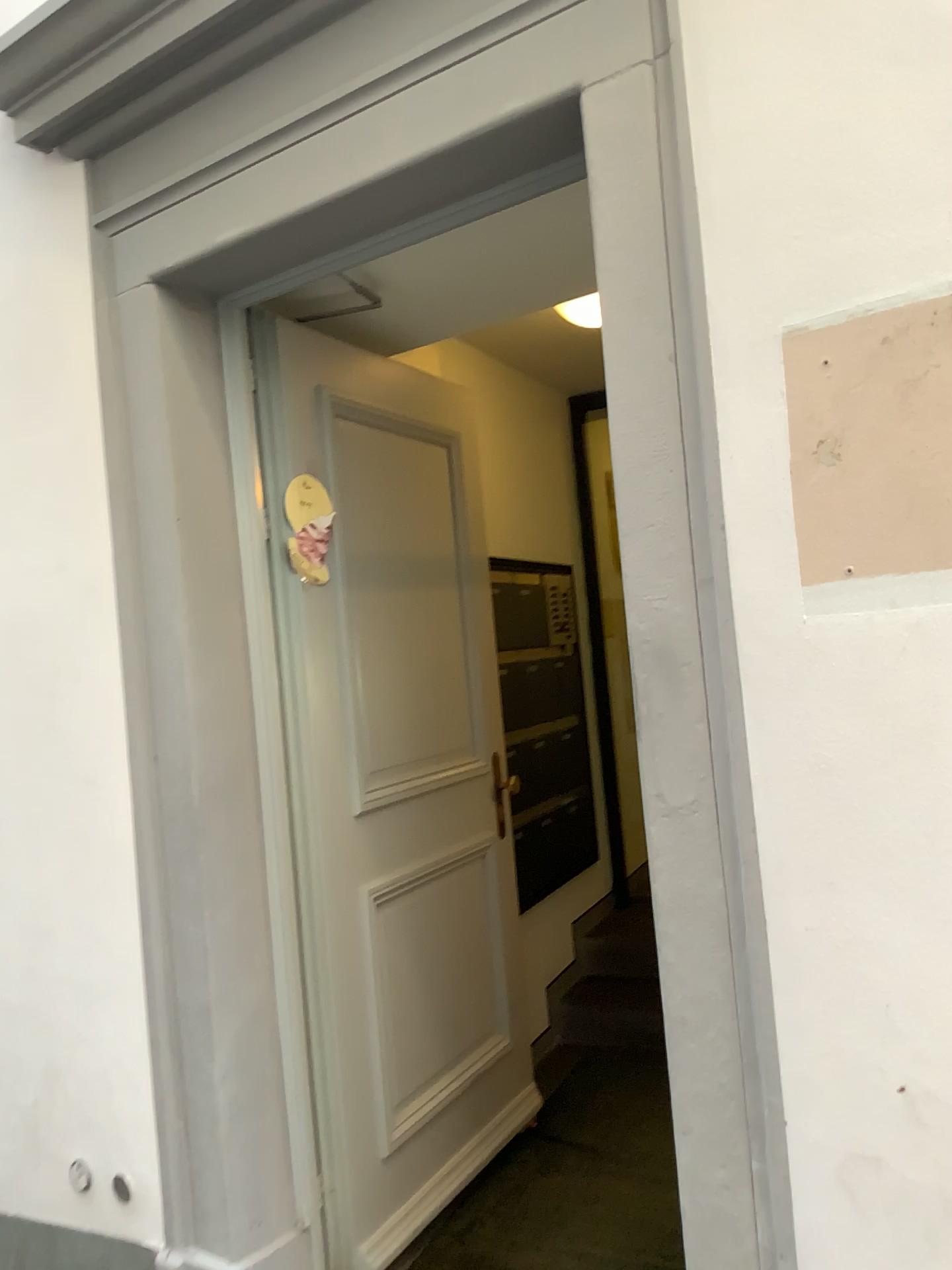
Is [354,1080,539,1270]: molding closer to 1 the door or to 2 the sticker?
1 the door

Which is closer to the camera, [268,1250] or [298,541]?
[268,1250]

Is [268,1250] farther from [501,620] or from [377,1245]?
[501,620]

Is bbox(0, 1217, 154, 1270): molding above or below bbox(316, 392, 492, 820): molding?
below

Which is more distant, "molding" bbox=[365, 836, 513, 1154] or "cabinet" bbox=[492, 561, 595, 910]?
"cabinet" bbox=[492, 561, 595, 910]

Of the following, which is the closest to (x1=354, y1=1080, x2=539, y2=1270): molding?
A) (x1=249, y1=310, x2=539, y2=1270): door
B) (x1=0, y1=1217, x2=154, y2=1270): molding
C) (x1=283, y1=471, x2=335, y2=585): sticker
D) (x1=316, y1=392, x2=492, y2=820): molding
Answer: (x1=249, y1=310, x2=539, y2=1270): door

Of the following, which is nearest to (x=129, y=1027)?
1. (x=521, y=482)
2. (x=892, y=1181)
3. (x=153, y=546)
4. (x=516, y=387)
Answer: (x=153, y=546)

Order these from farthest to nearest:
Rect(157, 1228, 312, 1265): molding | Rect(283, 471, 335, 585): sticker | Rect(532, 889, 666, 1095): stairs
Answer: Rect(532, 889, 666, 1095): stairs, Rect(283, 471, 335, 585): sticker, Rect(157, 1228, 312, 1265): molding

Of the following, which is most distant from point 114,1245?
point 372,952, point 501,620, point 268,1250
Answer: point 501,620

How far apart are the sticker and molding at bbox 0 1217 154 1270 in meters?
1.6
